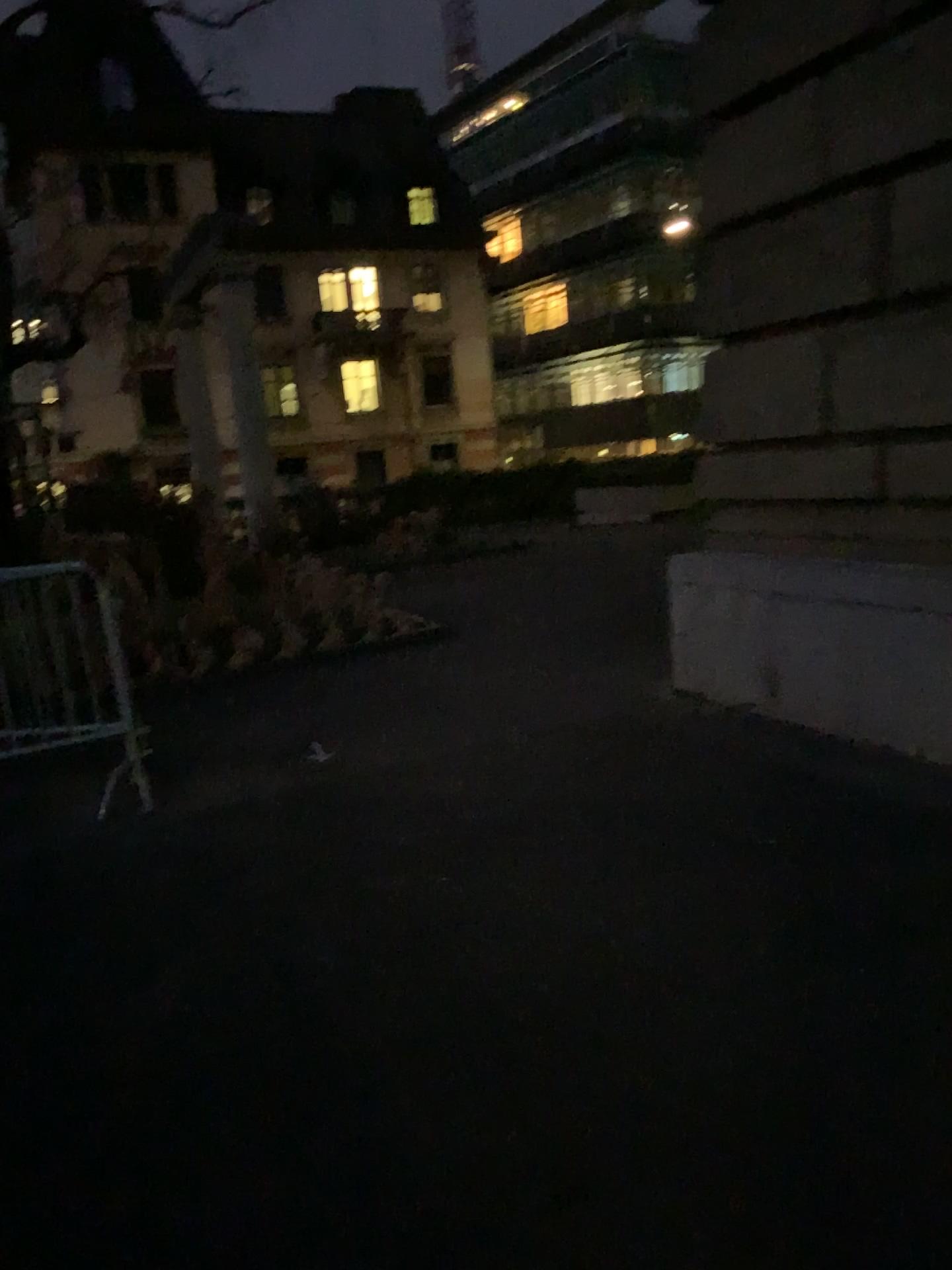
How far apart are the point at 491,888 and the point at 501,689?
2.6 meters
